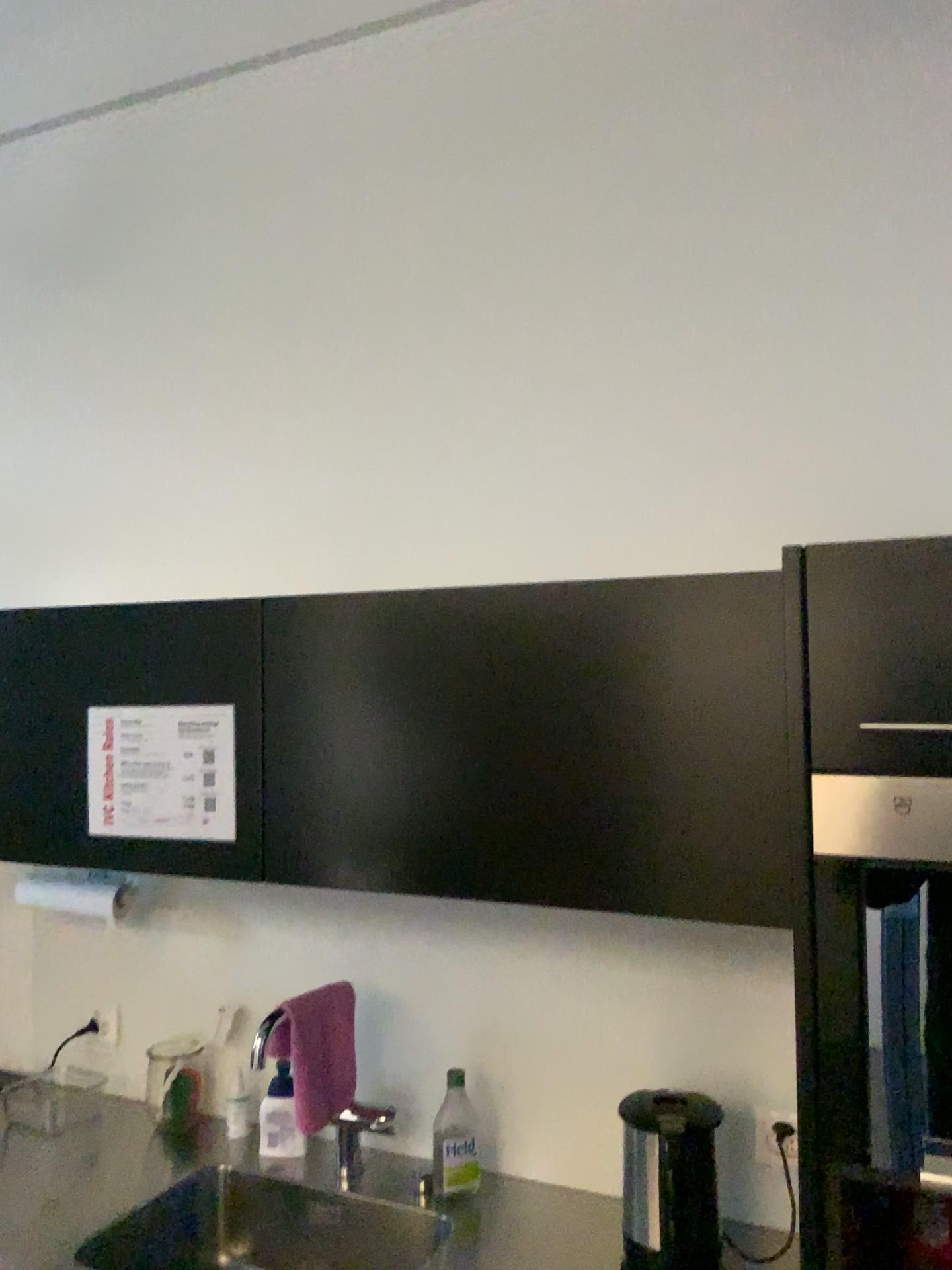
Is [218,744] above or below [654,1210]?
above

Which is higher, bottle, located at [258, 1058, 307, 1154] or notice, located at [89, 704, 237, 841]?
notice, located at [89, 704, 237, 841]

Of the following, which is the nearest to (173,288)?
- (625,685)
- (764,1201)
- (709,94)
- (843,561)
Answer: (709,94)

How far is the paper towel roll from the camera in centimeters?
209cm

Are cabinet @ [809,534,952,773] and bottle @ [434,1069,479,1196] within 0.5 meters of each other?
no

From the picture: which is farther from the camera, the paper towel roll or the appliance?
the paper towel roll

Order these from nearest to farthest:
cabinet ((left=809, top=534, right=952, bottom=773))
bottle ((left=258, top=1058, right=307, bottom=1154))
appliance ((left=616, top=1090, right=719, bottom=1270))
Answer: cabinet ((left=809, top=534, right=952, bottom=773)), appliance ((left=616, top=1090, right=719, bottom=1270)), bottle ((left=258, top=1058, right=307, bottom=1154))

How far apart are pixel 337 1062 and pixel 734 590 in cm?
107

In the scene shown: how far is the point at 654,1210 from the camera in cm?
161

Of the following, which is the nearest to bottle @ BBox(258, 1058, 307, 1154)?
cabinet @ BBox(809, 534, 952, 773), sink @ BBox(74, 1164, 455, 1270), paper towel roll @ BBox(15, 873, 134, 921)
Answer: sink @ BBox(74, 1164, 455, 1270)
